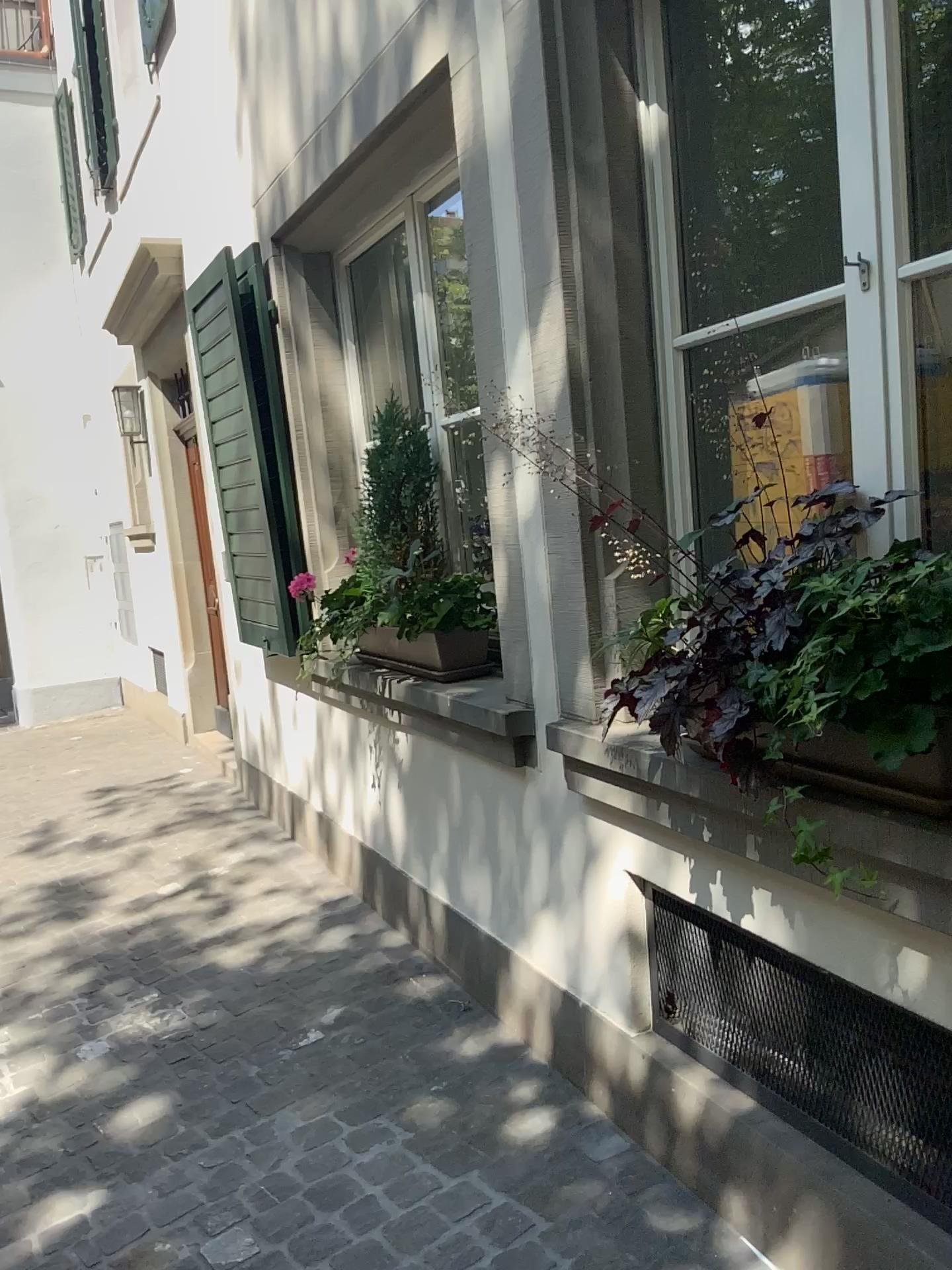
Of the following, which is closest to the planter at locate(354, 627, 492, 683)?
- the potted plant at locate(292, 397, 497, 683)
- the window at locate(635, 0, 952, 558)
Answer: the potted plant at locate(292, 397, 497, 683)

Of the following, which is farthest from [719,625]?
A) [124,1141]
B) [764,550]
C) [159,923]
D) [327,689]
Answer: [159,923]

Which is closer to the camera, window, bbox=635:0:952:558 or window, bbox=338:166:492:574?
window, bbox=635:0:952:558

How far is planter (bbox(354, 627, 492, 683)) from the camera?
2.98m

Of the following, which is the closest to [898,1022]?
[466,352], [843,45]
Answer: [843,45]

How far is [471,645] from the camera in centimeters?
298cm

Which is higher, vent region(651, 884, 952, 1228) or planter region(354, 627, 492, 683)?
planter region(354, 627, 492, 683)

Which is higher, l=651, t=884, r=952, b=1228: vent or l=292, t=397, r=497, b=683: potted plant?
l=292, t=397, r=497, b=683: potted plant

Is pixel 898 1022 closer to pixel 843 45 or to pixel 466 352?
pixel 843 45

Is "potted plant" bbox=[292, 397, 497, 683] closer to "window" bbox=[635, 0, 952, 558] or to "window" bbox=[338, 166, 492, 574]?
"window" bbox=[338, 166, 492, 574]
